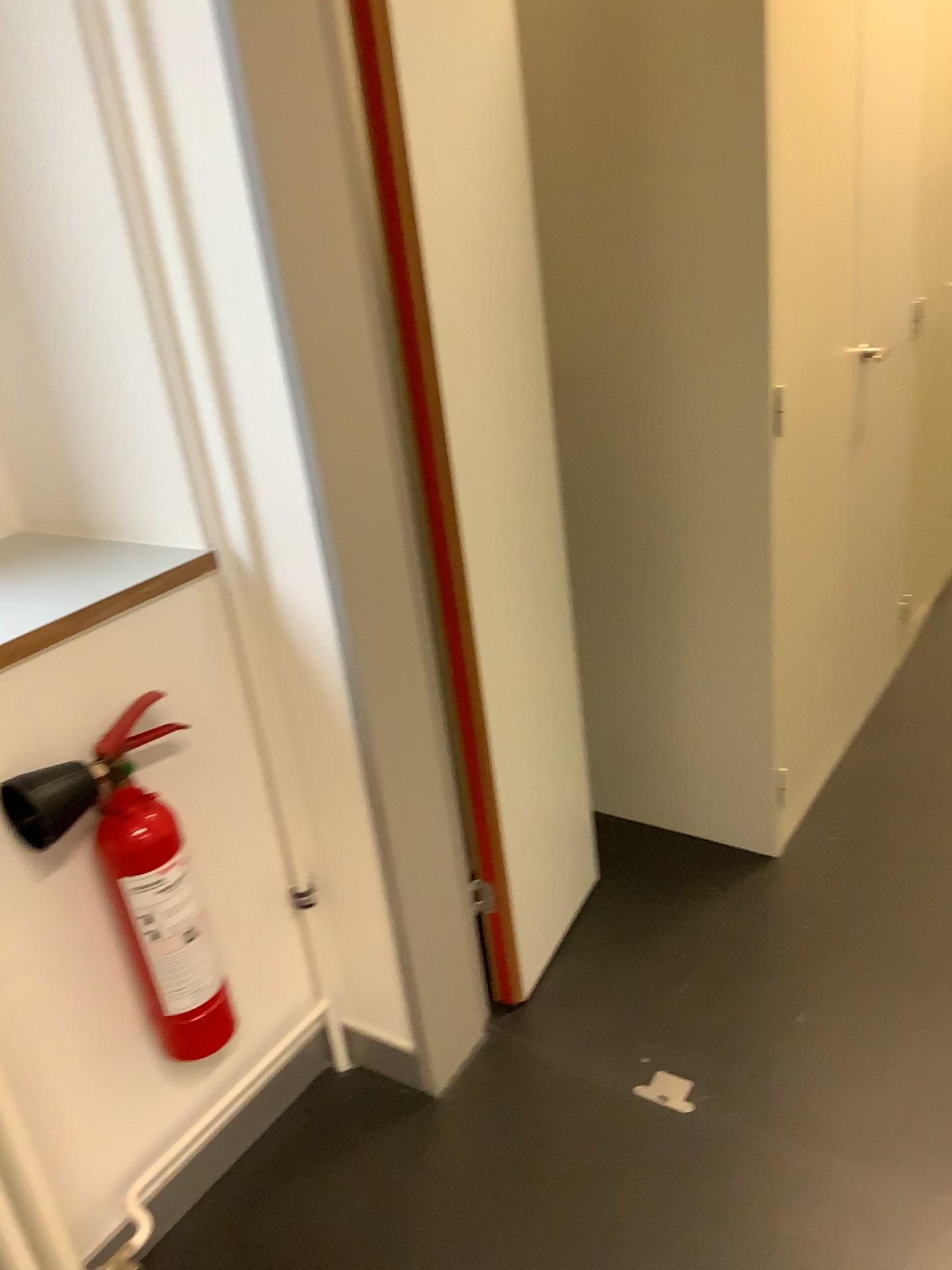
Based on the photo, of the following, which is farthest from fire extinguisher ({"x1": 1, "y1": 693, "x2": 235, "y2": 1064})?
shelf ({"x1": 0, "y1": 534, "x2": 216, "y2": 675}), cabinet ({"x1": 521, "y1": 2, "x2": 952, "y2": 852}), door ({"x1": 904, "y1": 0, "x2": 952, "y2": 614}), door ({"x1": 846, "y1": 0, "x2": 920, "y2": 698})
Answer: door ({"x1": 904, "y1": 0, "x2": 952, "y2": 614})

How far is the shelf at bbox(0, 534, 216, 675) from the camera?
1.3 meters

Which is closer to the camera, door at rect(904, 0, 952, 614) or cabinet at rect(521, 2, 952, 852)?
cabinet at rect(521, 2, 952, 852)

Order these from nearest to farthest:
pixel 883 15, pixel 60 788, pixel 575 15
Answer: pixel 60 788 < pixel 575 15 < pixel 883 15

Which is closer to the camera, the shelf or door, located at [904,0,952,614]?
the shelf

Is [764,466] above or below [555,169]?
below

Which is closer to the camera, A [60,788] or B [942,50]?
A [60,788]

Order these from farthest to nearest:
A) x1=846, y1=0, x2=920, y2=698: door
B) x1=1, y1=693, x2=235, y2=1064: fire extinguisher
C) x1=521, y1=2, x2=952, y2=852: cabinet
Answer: x1=846, y1=0, x2=920, y2=698: door → x1=521, y1=2, x2=952, y2=852: cabinet → x1=1, y1=693, x2=235, y2=1064: fire extinguisher

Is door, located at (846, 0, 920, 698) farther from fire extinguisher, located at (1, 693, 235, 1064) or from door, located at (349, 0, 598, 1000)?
fire extinguisher, located at (1, 693, 235, 1064)

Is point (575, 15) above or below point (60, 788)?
above
